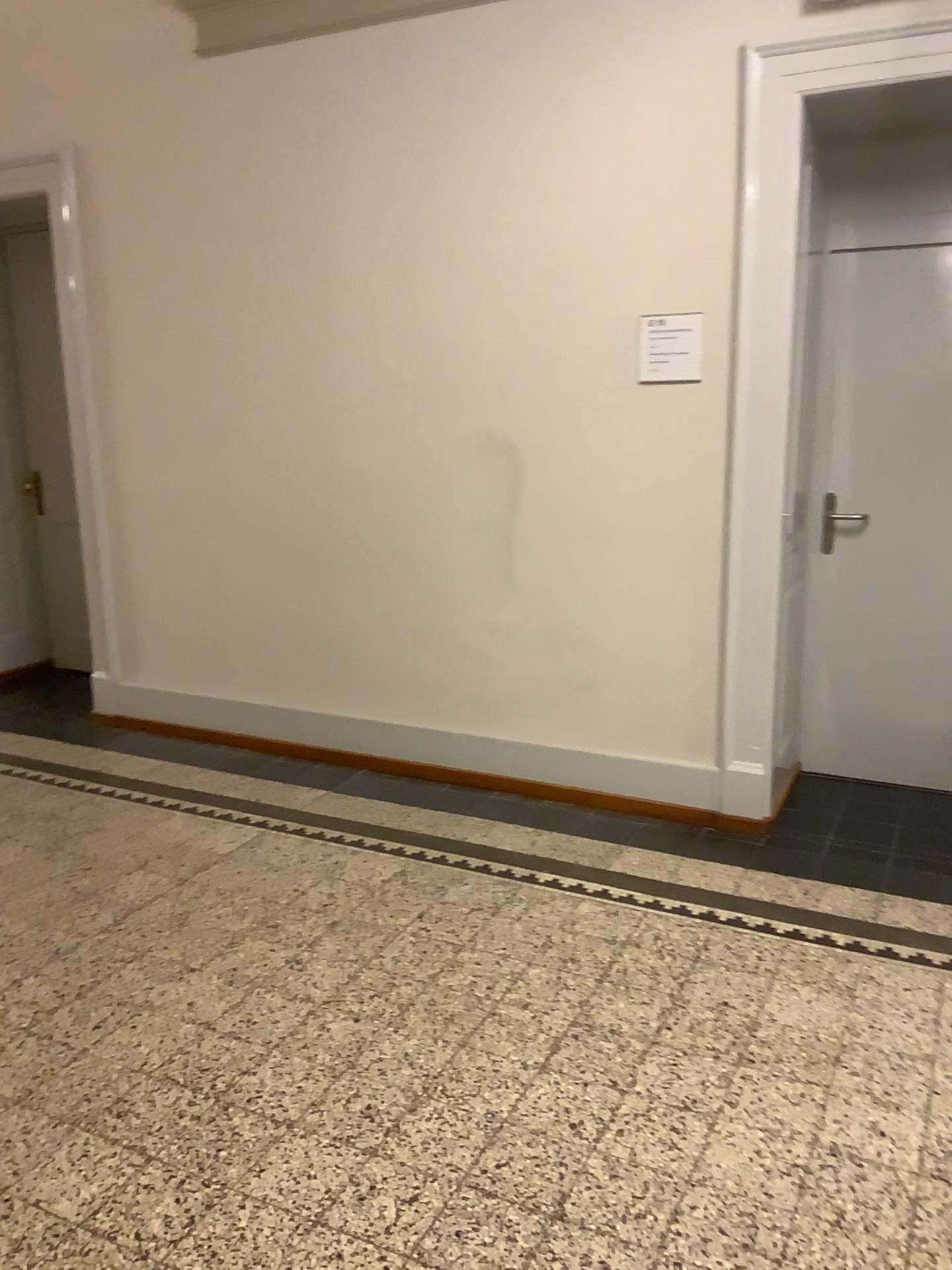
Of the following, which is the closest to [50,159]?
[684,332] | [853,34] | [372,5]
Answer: [372,5]

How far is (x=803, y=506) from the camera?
3.83m

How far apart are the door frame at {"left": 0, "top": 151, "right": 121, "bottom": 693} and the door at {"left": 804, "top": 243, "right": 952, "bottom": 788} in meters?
3.1

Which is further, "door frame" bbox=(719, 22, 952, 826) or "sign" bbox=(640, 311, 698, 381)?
"sign" bbox=(640, 311, 698, 381)

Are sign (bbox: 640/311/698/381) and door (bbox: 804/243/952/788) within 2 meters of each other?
yes

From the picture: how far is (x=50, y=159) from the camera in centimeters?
456cm

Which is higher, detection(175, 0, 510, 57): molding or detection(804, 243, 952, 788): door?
detection(175, 0, 510, 57): molding

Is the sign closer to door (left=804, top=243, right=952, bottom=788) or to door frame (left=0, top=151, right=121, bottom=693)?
door (left=804, top=243, right=952, bottom=788)

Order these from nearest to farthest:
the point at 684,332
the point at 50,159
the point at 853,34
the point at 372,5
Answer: the point at 853,34
the point at 684,332
the point at 372,5
the point at 50,159

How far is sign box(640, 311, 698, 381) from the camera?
3.5m
